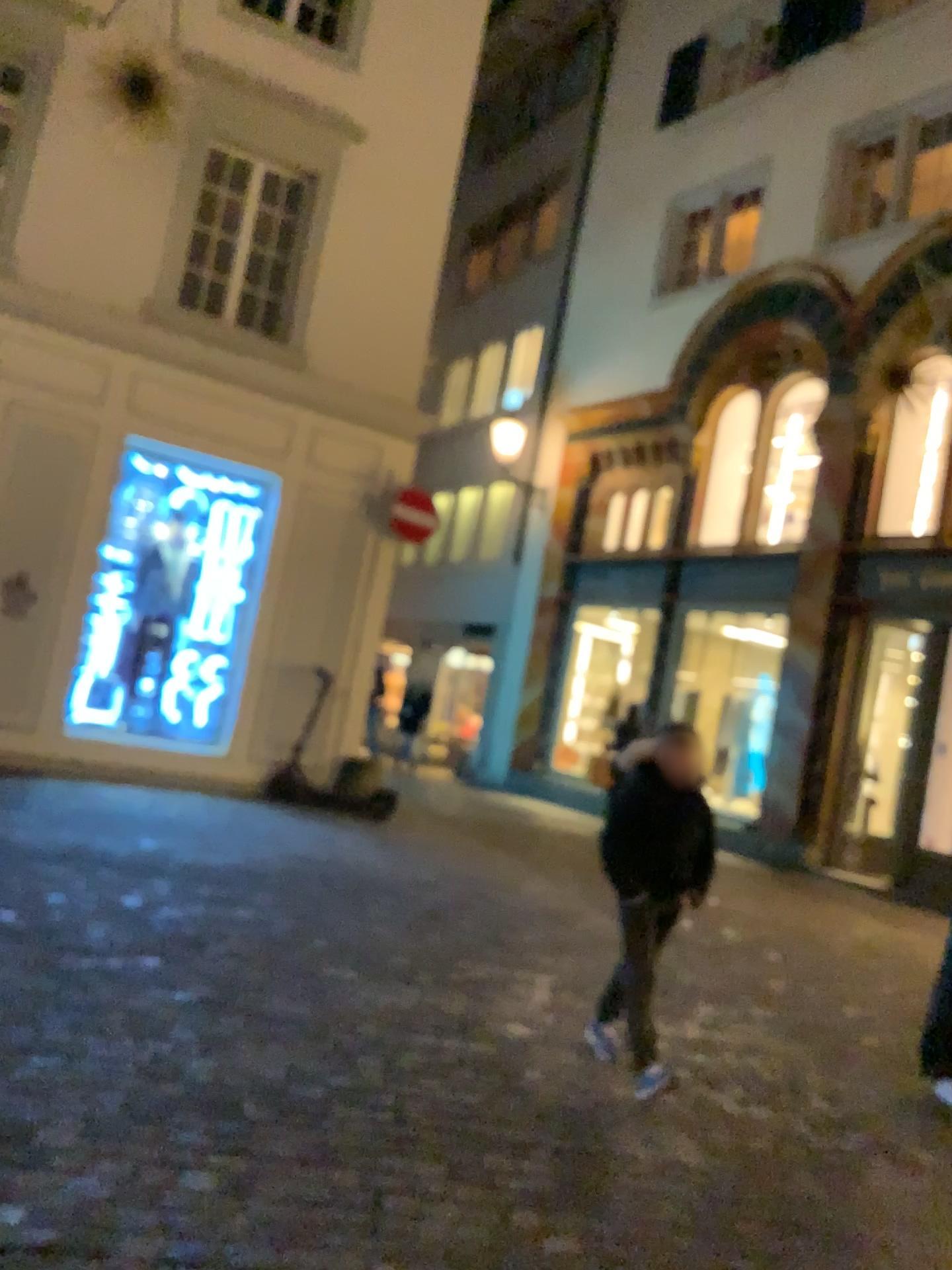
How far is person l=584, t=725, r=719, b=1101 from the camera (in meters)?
3.87

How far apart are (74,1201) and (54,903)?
2.6 meters

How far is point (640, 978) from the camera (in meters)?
3.87
